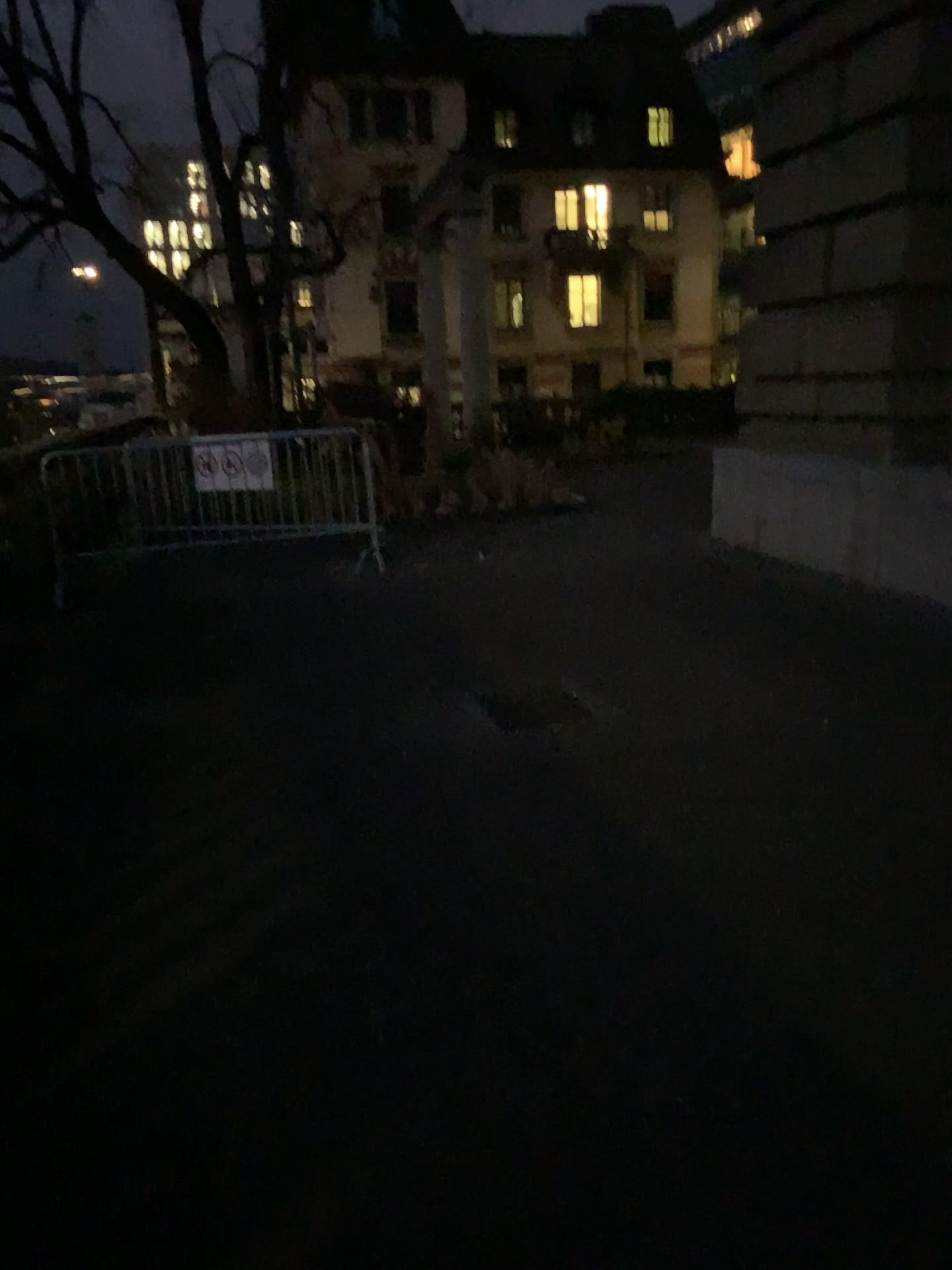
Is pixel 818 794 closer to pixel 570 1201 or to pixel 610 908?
pixel 610 908
